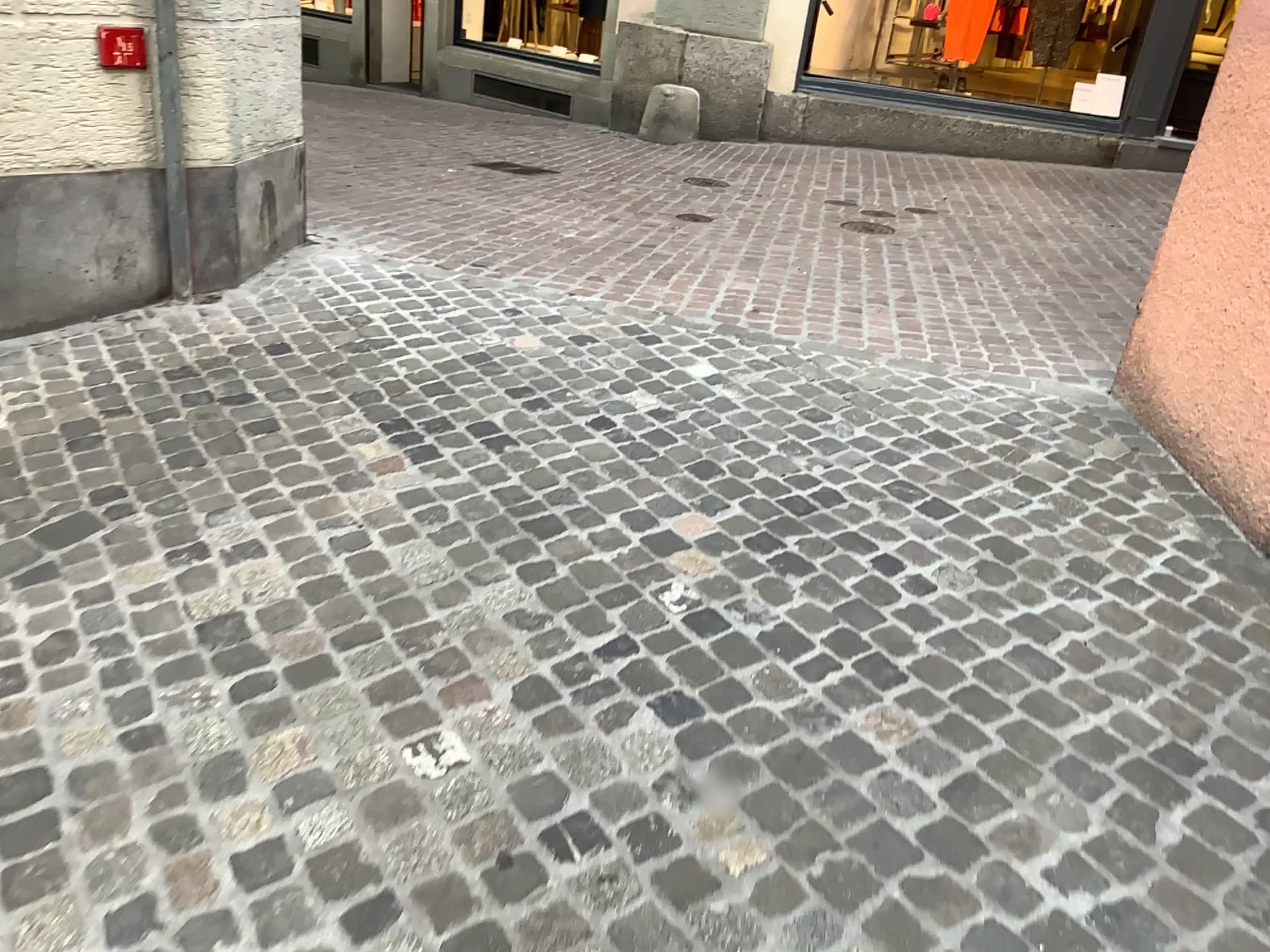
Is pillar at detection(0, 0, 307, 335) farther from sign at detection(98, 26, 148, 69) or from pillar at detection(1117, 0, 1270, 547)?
pillar at detection(1117, 0, 1270, 547)

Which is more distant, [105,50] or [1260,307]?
[105,50]

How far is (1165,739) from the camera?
2.0m

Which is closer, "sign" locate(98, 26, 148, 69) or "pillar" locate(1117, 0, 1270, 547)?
"pillar" locate(1117, 0, 1270, 547)

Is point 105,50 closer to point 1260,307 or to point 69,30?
point 69,30

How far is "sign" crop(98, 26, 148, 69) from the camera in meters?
3.3

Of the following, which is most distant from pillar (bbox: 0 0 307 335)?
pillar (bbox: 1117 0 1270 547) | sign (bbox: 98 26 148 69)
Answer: pillar (bbox: 1117 0 1270 547)

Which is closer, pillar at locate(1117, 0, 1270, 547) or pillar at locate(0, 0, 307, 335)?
pillar at locate(1117, 0, 1270, 547)

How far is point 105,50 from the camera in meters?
3.3 m
